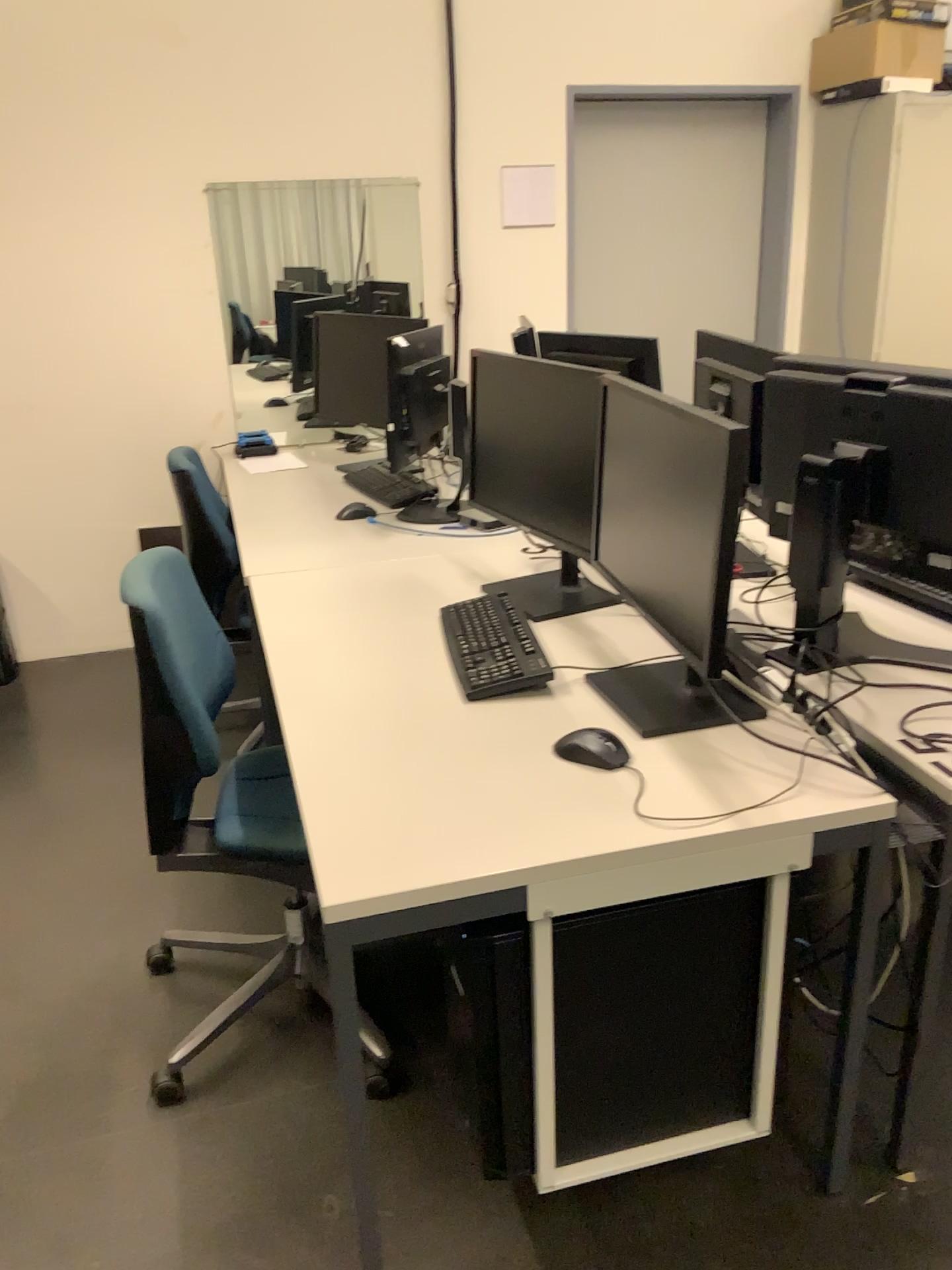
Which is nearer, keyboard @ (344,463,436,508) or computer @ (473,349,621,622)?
computer @ (473,349,621,622)

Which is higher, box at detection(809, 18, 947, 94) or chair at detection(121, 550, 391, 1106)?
box at detection(809, 18, 947, 94)

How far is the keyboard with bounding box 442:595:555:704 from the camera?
1.9m

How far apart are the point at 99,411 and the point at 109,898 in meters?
2.0 m

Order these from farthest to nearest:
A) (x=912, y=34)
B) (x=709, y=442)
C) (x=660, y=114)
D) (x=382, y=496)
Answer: (x=660, y=114) < (x=912, y=34) < (x=382, y=496) < (x=709, y=442)

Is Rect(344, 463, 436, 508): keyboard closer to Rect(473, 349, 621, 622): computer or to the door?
Rect(473, 349, 621, 622): computer

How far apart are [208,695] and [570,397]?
0.9 meters

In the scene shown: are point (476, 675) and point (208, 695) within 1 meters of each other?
yes

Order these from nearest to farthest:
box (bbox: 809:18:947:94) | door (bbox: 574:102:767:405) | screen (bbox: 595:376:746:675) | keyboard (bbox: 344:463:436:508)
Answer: screen (bbox: 595:376:746:675)
keyboard (bbox: 344:463:436:508)
box (bbox: 809:18:947:94)
door (bbox: 574:102:767:405)

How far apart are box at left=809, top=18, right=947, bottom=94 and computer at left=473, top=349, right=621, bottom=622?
2.5 meters
